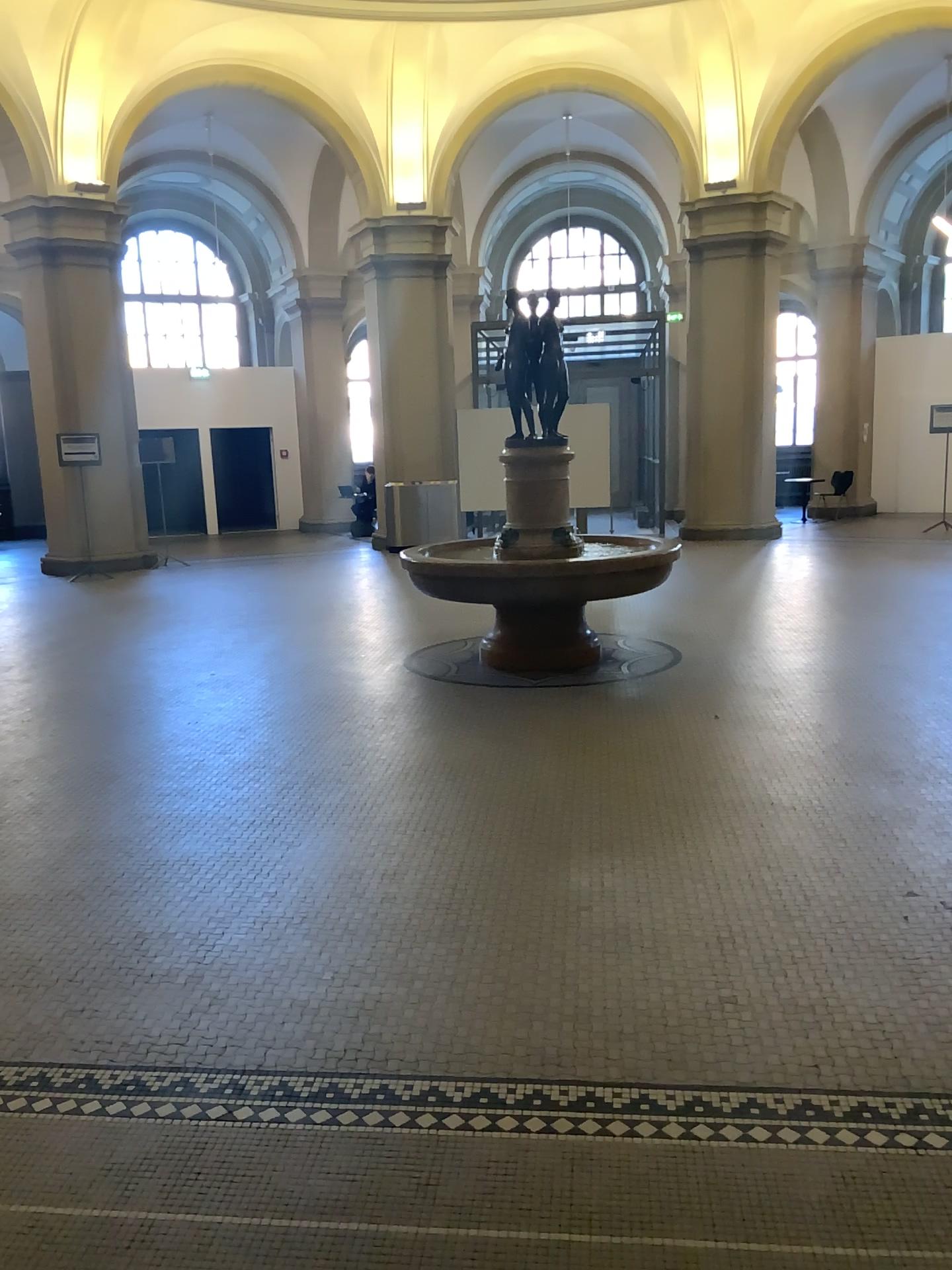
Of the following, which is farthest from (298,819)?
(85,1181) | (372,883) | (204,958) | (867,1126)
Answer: (867,1126)
